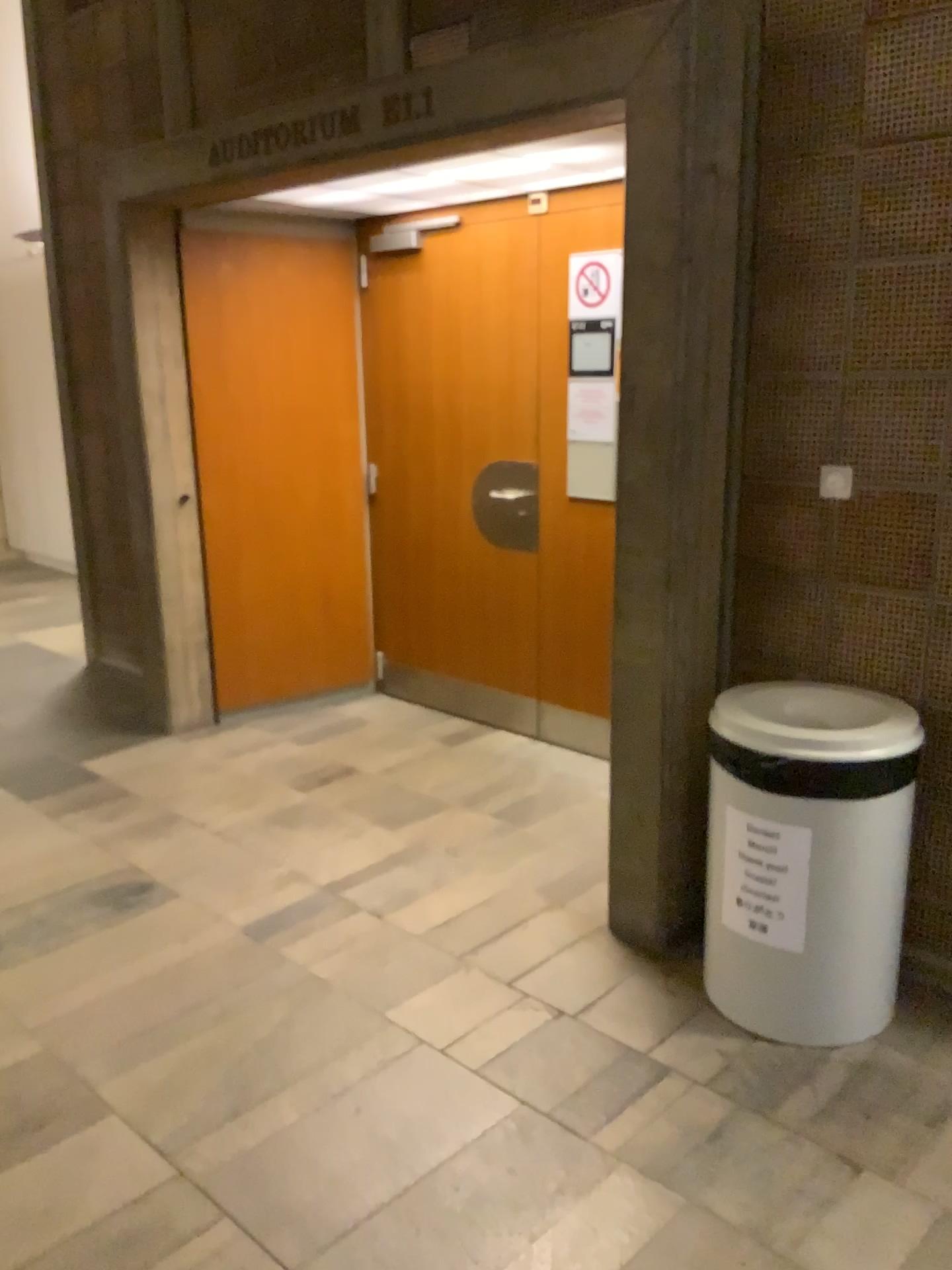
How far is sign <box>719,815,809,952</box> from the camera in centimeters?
231cm

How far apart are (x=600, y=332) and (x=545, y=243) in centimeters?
44cm

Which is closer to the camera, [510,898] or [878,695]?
[878,695]

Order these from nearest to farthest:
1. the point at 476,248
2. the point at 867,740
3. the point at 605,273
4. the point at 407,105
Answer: the point at 867,740 → the point at 407,105 → the point at 605,273 → the point at 476,248

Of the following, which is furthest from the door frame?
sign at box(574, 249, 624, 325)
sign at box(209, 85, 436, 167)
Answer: sign at box(574, 249, 624, 325)

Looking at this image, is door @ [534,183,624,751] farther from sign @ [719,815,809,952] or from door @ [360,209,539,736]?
sign @ [719,815,809,952]

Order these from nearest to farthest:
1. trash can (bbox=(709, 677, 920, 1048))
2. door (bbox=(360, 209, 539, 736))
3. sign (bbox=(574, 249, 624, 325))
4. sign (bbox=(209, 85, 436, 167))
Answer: trash can (bbox=(709, 677, 920, 1048)) → sign (bbox=(209, 85, 436, 167)) → sign (bbox=(574, 249, 624, 325)) → door (bbox=(360, 209, 539, 736))

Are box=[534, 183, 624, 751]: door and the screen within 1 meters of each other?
yes

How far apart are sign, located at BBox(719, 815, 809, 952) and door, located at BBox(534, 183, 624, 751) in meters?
1.7 m

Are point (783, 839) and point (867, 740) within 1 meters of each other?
yes
